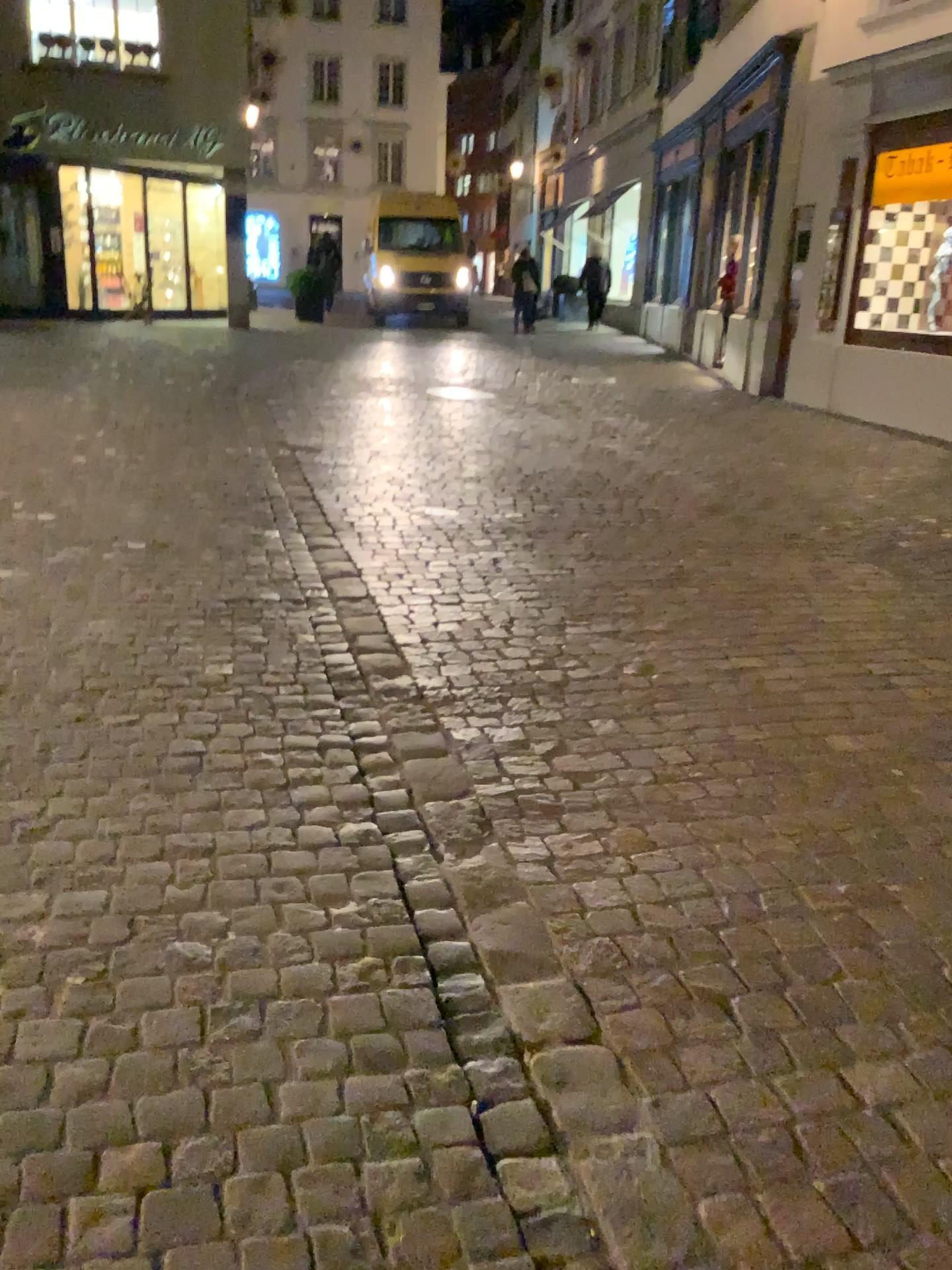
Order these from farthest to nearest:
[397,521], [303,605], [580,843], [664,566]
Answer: [397,521] < [664,566] < [303,605] < [580,843]
